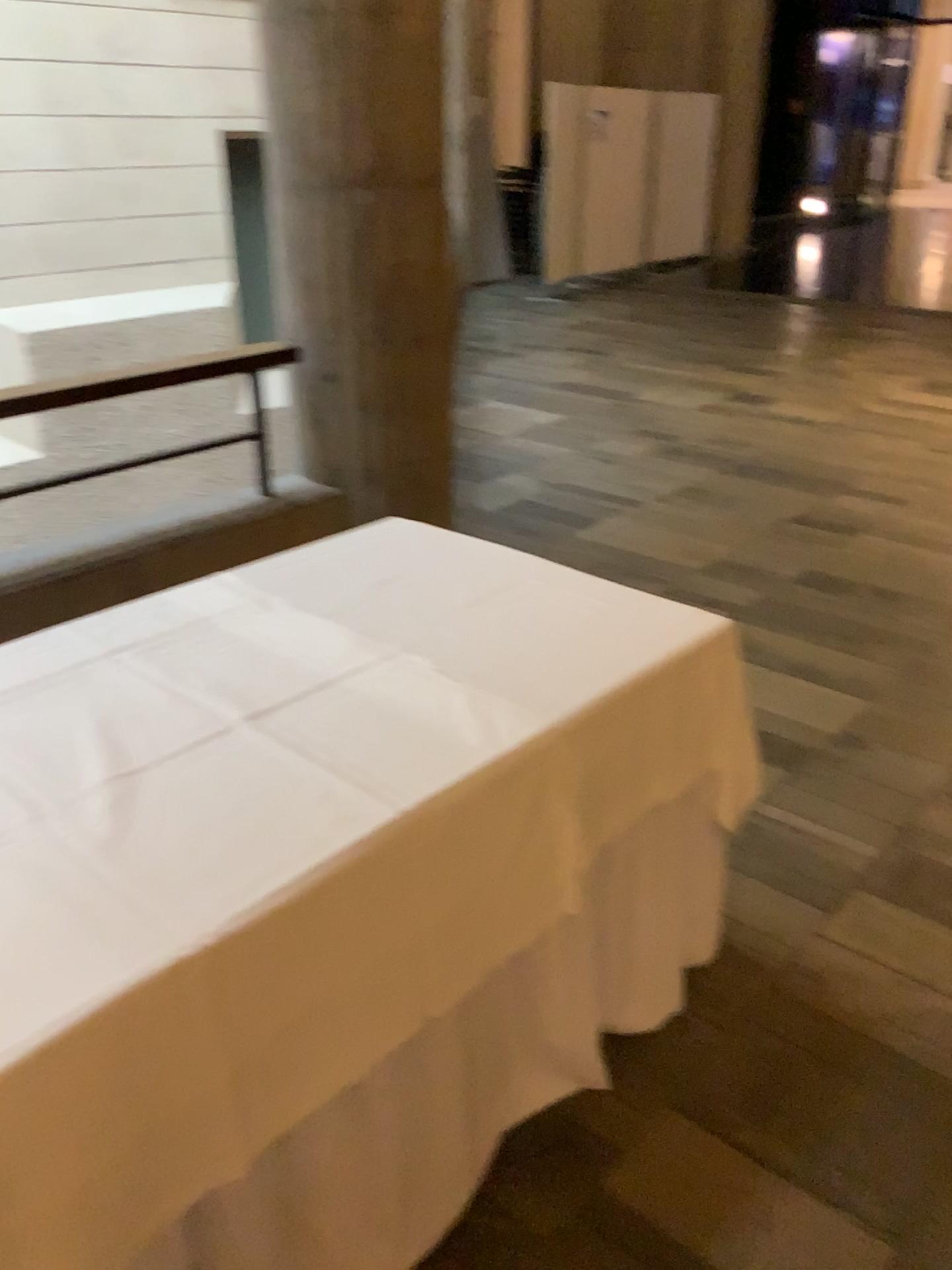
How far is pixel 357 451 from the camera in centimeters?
333cm
